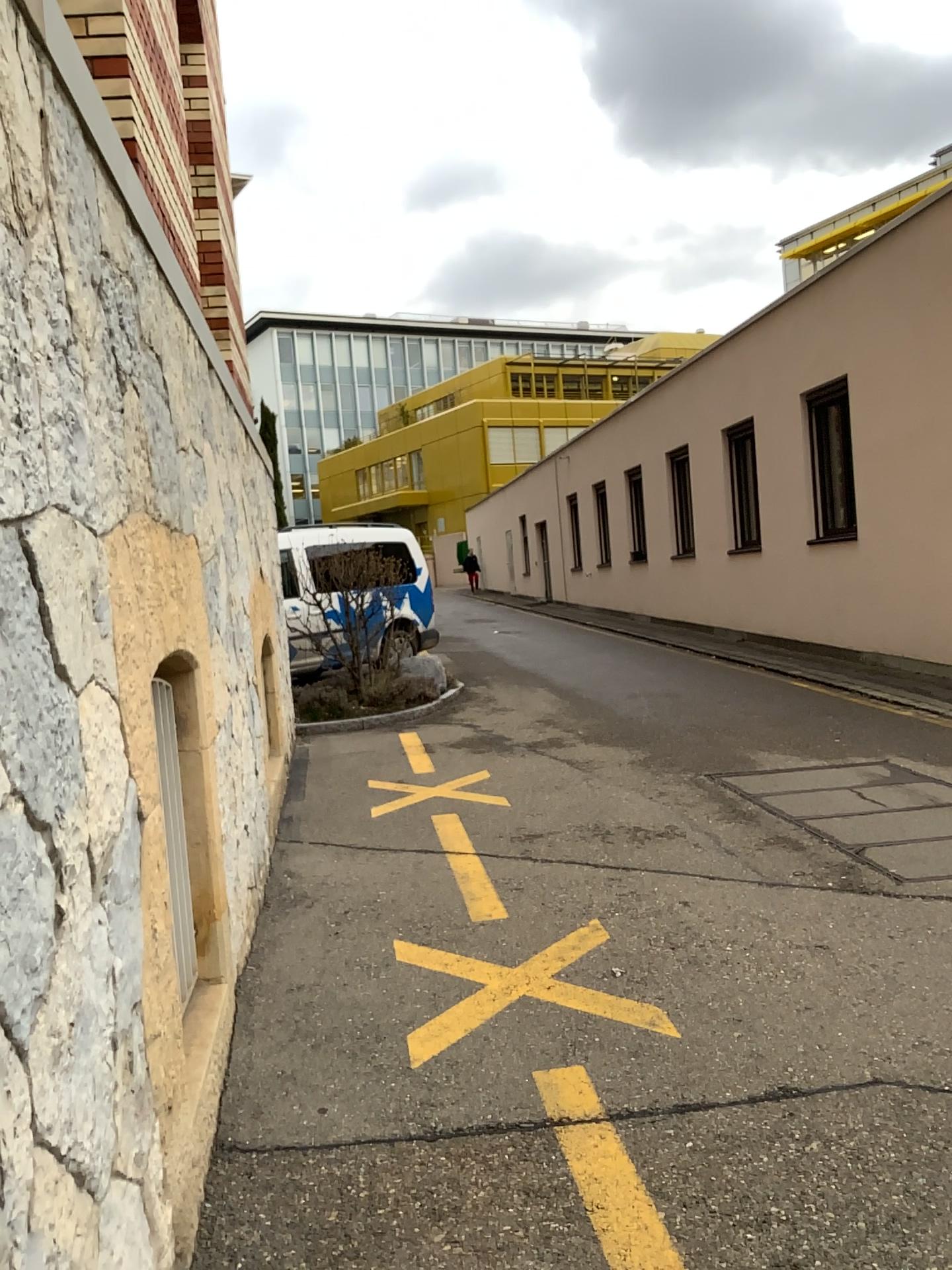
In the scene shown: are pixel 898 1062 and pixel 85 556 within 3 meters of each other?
yes
